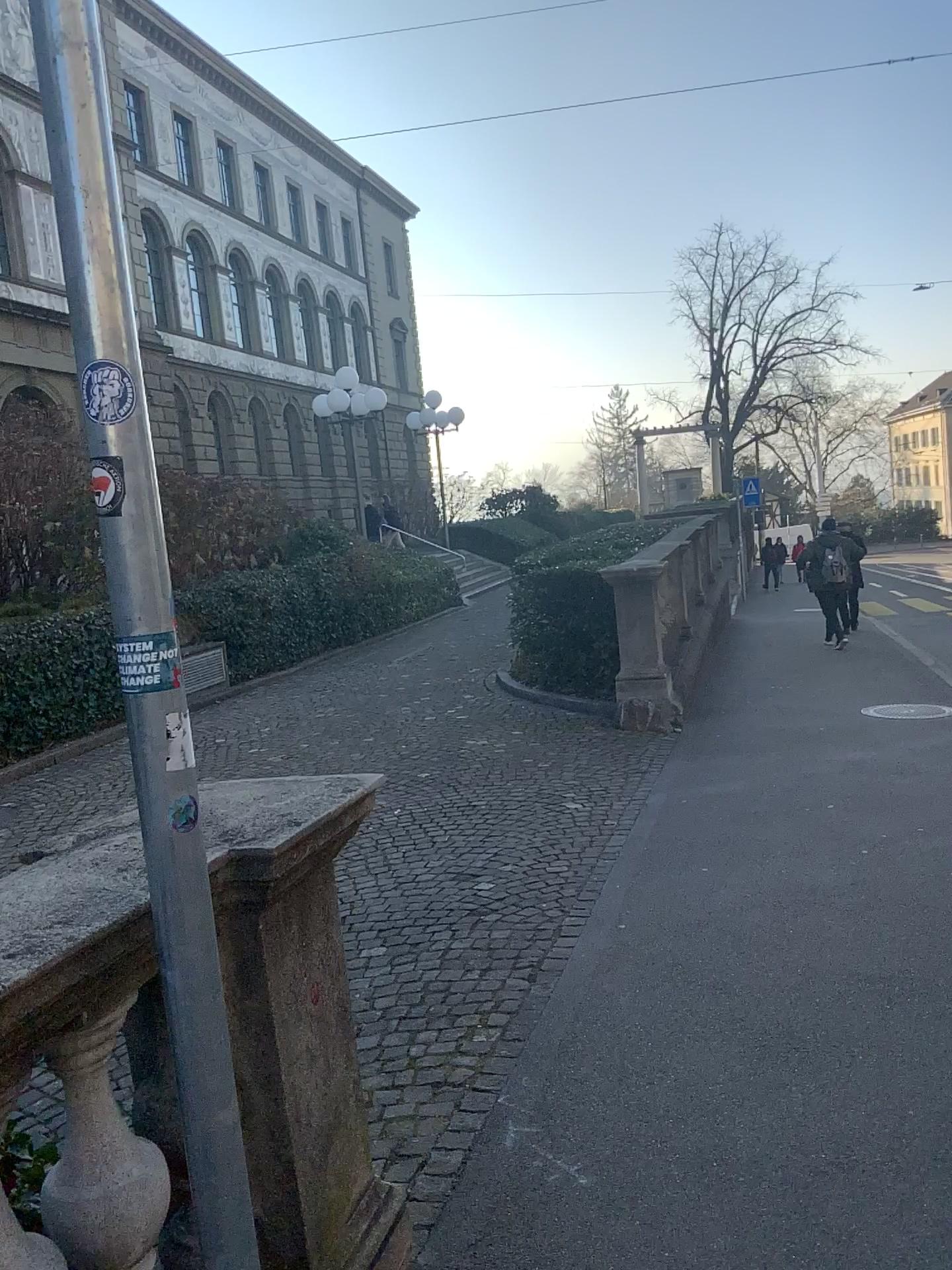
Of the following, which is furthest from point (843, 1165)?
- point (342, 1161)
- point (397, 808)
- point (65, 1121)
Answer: point (397, 808)
